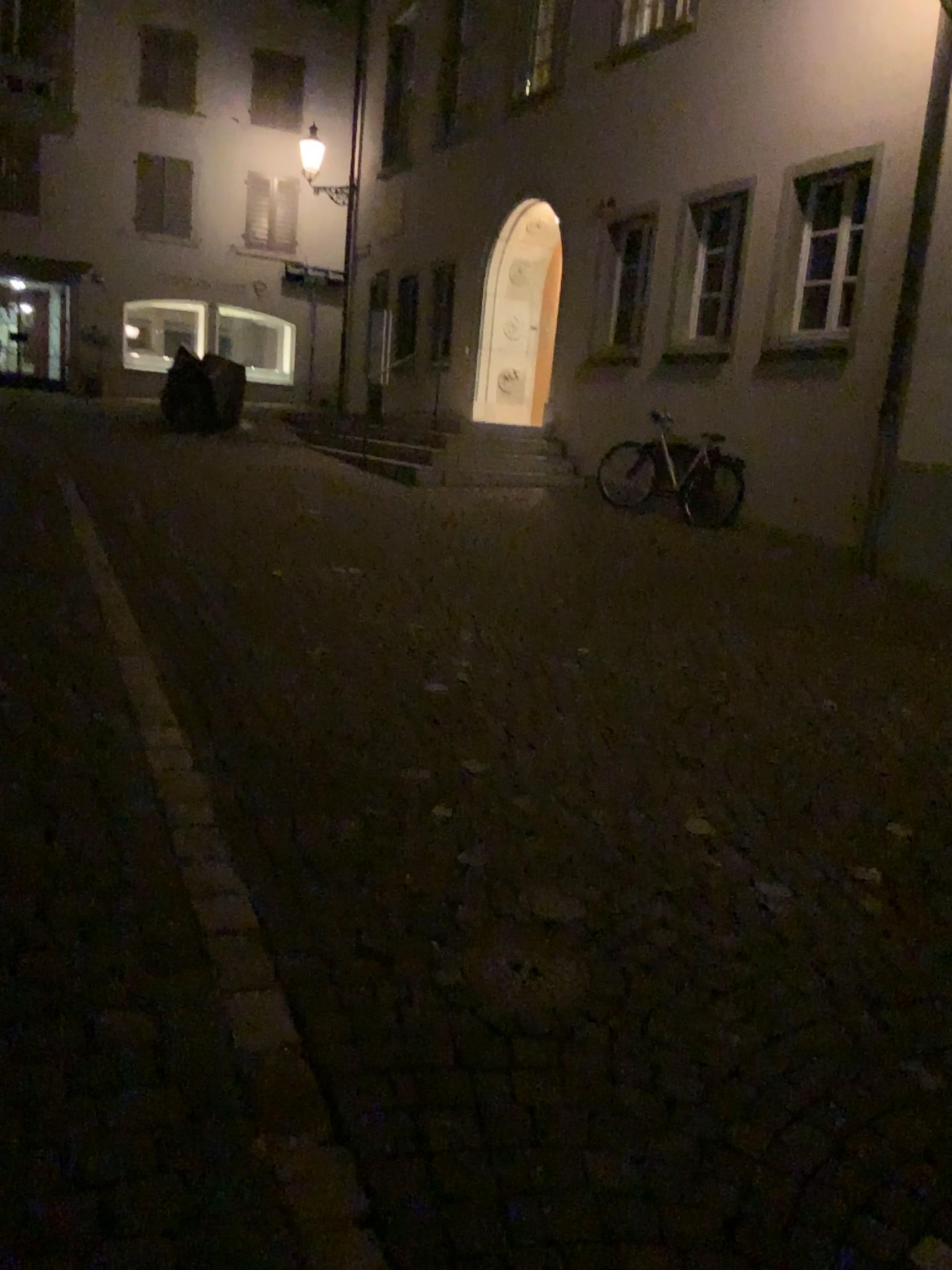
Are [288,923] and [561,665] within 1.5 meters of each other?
no
